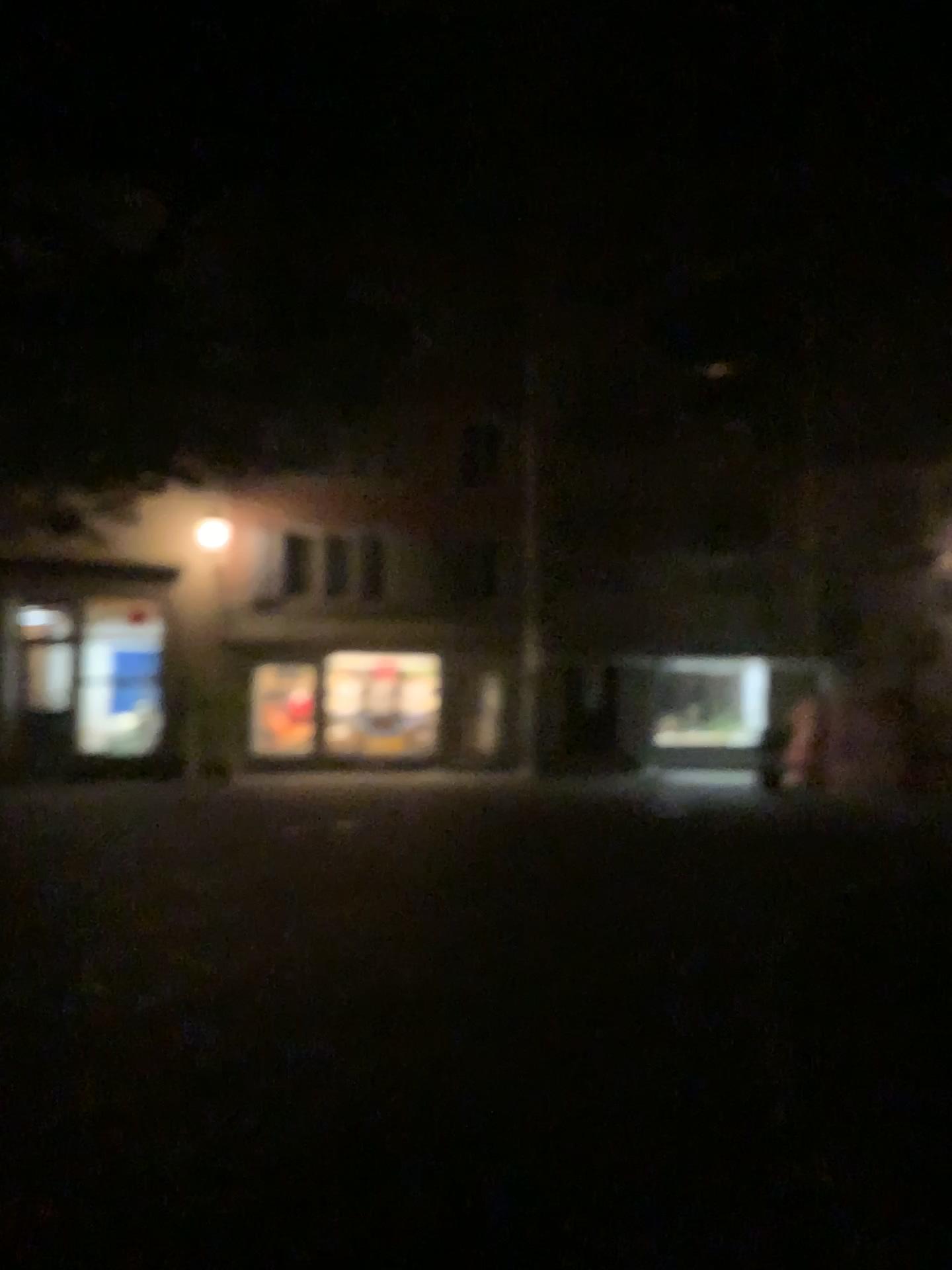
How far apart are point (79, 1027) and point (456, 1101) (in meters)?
1.68
